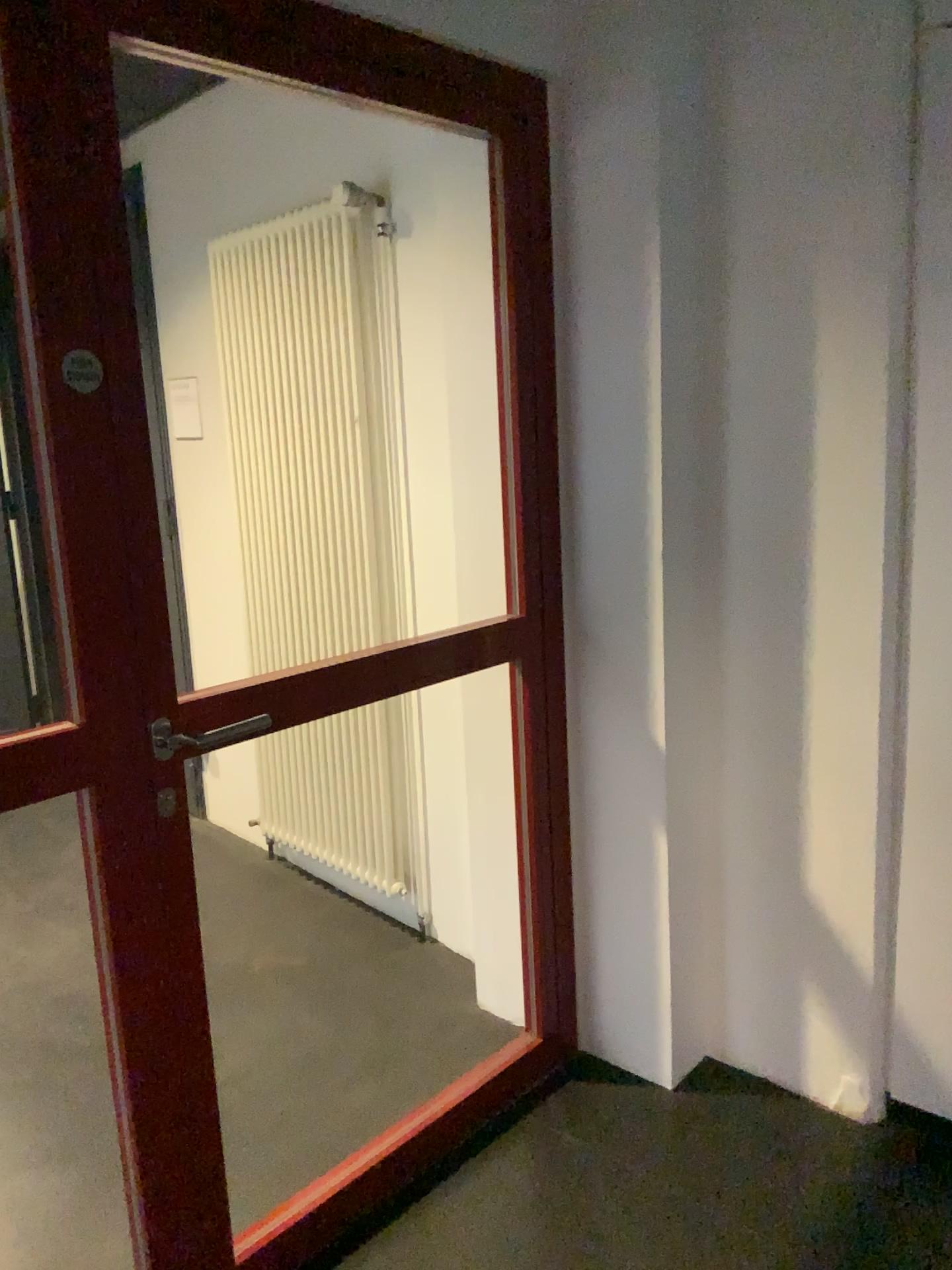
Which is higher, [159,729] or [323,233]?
[323,233]

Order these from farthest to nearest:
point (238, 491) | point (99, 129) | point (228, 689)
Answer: point (238, 491) → point (228, 689) → point (99, 129)

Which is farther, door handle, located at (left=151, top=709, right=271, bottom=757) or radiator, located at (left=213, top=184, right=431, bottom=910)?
radiator, located at (left=213, top=184, right=431, bottom=910)

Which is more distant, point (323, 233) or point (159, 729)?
point (323, 233)
